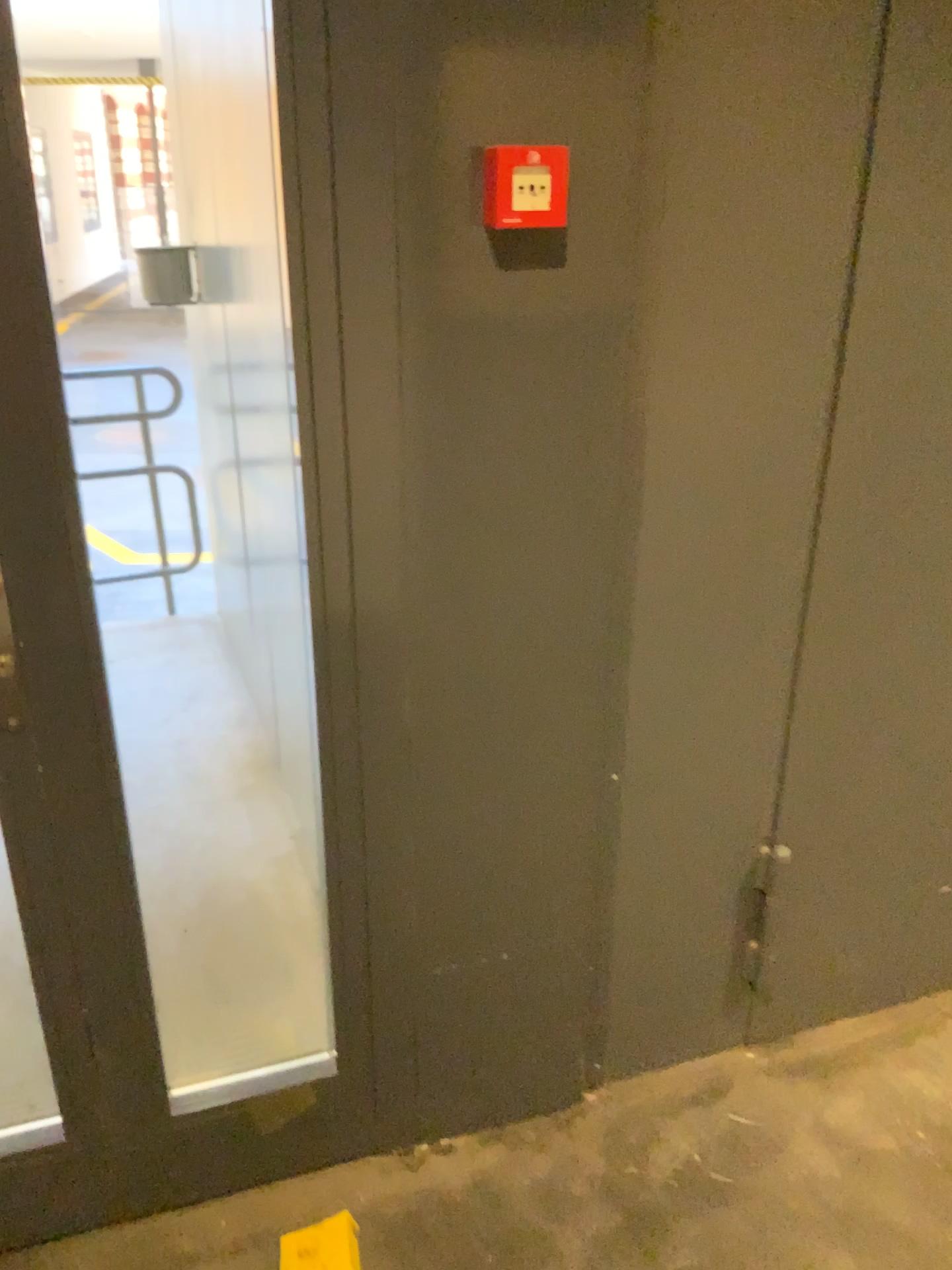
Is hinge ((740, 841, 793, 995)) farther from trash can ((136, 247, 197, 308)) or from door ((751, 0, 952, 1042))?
trash can ((136, 247, 197, 308))

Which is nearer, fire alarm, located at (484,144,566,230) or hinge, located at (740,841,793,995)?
fire alarm, located at (484,144,566,230)

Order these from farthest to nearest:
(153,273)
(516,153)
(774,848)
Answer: (153,273) < (774,848) < (516,153)

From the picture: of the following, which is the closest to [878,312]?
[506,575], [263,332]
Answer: [506,575]

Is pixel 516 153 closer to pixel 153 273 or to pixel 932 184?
pixel 932 184

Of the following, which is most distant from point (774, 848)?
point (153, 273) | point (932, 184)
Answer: point (153, 273)

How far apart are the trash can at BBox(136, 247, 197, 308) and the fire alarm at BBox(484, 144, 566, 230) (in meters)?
2.10

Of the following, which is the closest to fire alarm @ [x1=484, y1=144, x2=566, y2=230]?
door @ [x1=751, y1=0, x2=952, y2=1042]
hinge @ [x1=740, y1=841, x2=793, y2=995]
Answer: door @ [x1=751, y1=0, x2=952, y2=1042]

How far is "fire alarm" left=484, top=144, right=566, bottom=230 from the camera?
1.2m

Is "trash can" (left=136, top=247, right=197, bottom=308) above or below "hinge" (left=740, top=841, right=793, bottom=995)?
above
